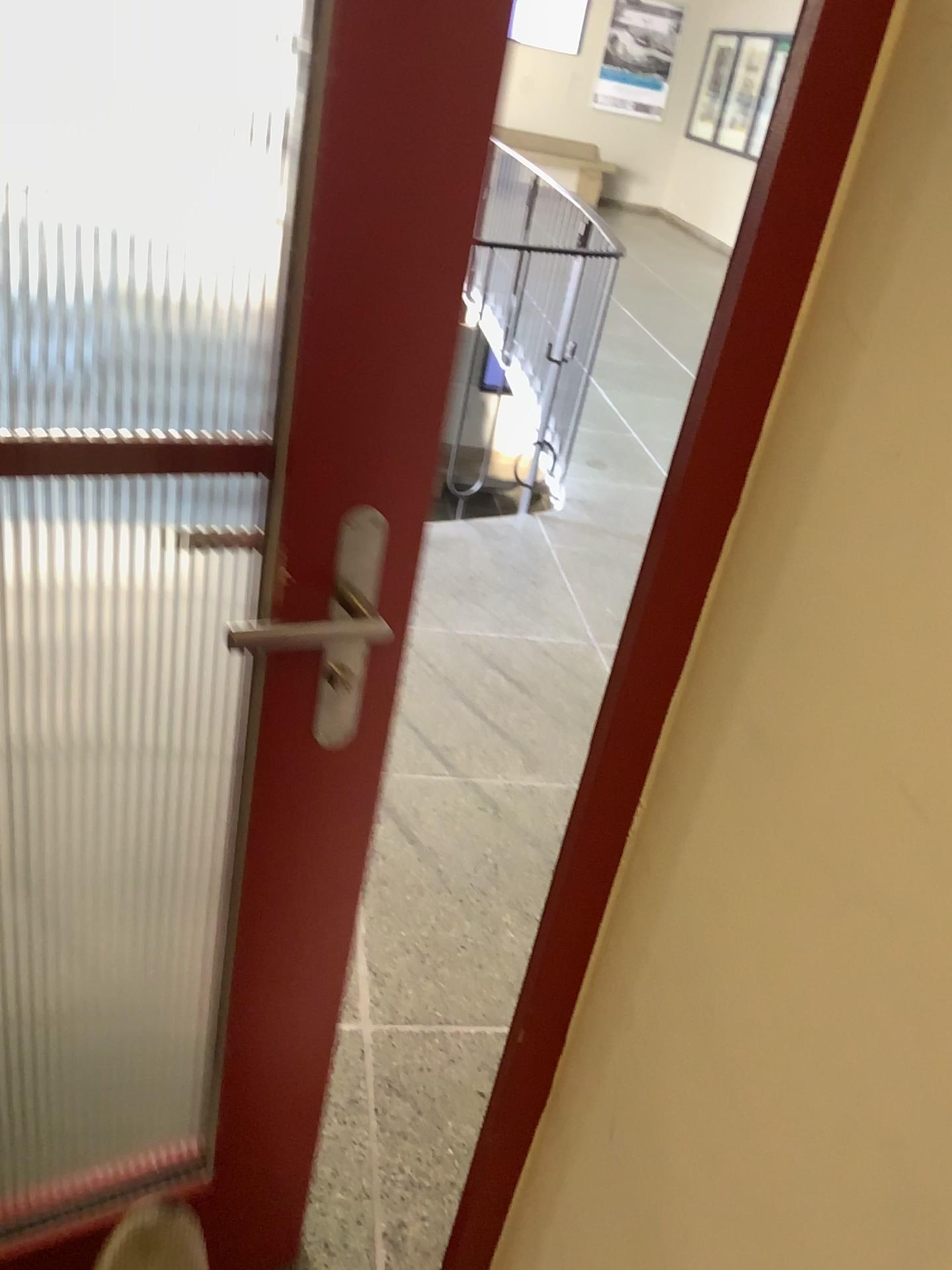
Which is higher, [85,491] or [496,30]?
[496,30]

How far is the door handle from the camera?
0.9 meters

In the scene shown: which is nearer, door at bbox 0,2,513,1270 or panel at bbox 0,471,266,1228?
door at bbox 0,2,513,1270

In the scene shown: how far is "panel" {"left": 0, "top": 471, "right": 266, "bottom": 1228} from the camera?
1.37m

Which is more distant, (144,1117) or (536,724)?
(536,724)

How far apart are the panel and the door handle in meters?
0.3 m

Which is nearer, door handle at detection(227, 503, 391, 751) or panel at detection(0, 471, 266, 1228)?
door handle at detection(227, 503, 391, 751)

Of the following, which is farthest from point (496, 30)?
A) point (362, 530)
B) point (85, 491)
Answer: point (85, 491)

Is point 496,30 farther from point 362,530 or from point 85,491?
point 85,491
